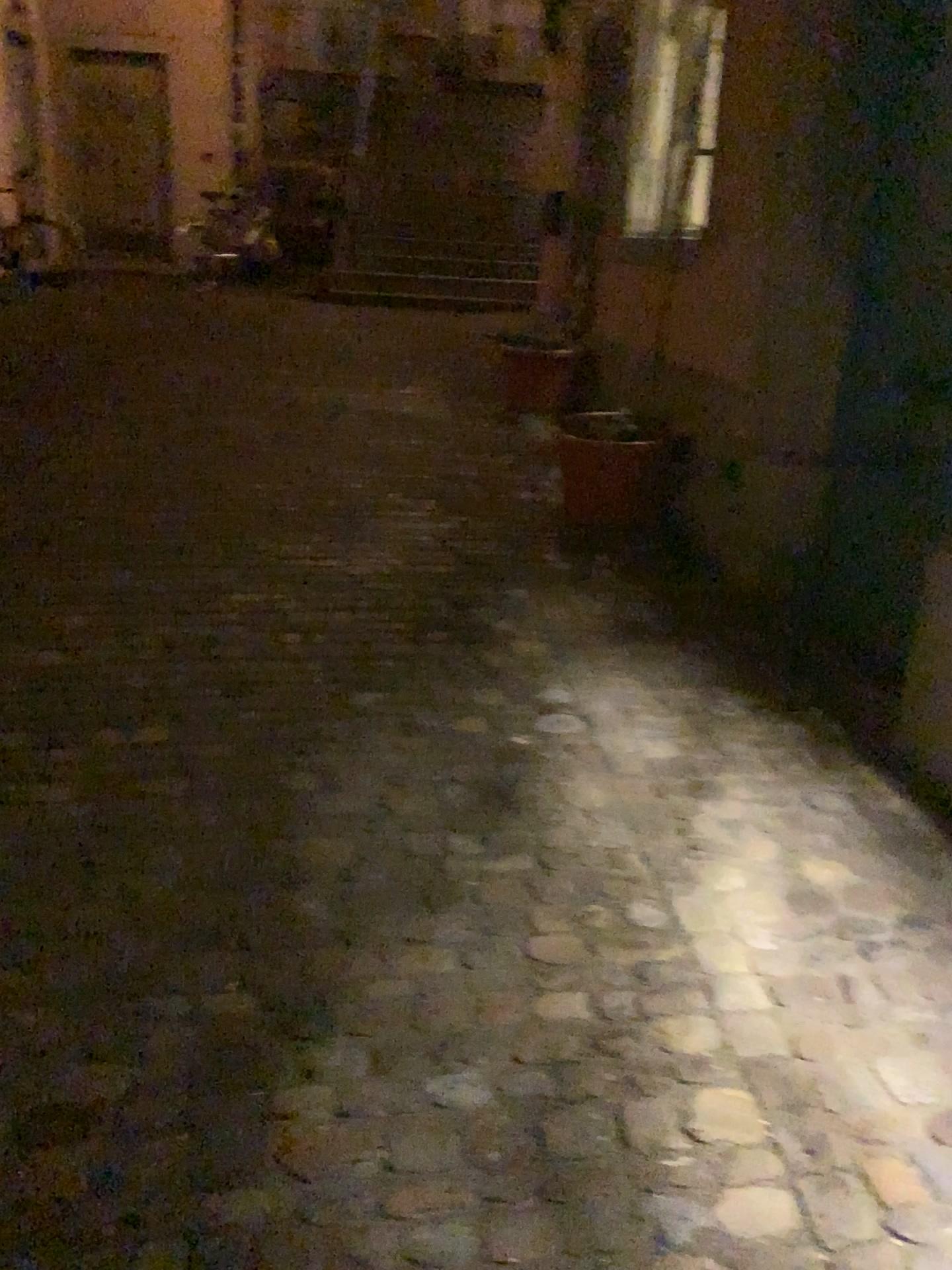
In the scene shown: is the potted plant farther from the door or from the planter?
the door

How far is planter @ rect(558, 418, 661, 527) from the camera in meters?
4.2 m

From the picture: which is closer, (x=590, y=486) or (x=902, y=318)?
(x=902, y=318)

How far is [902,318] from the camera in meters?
2.9 m

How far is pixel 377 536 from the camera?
4.1 meters

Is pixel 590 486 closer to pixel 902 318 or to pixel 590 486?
pixel 590 486

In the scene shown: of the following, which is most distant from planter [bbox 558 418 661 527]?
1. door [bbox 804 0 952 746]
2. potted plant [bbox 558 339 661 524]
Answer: door [bbox 804 0 952 746]

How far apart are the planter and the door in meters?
1.0

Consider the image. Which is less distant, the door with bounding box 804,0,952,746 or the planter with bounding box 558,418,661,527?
the door with bounding box 804,0,952,746
